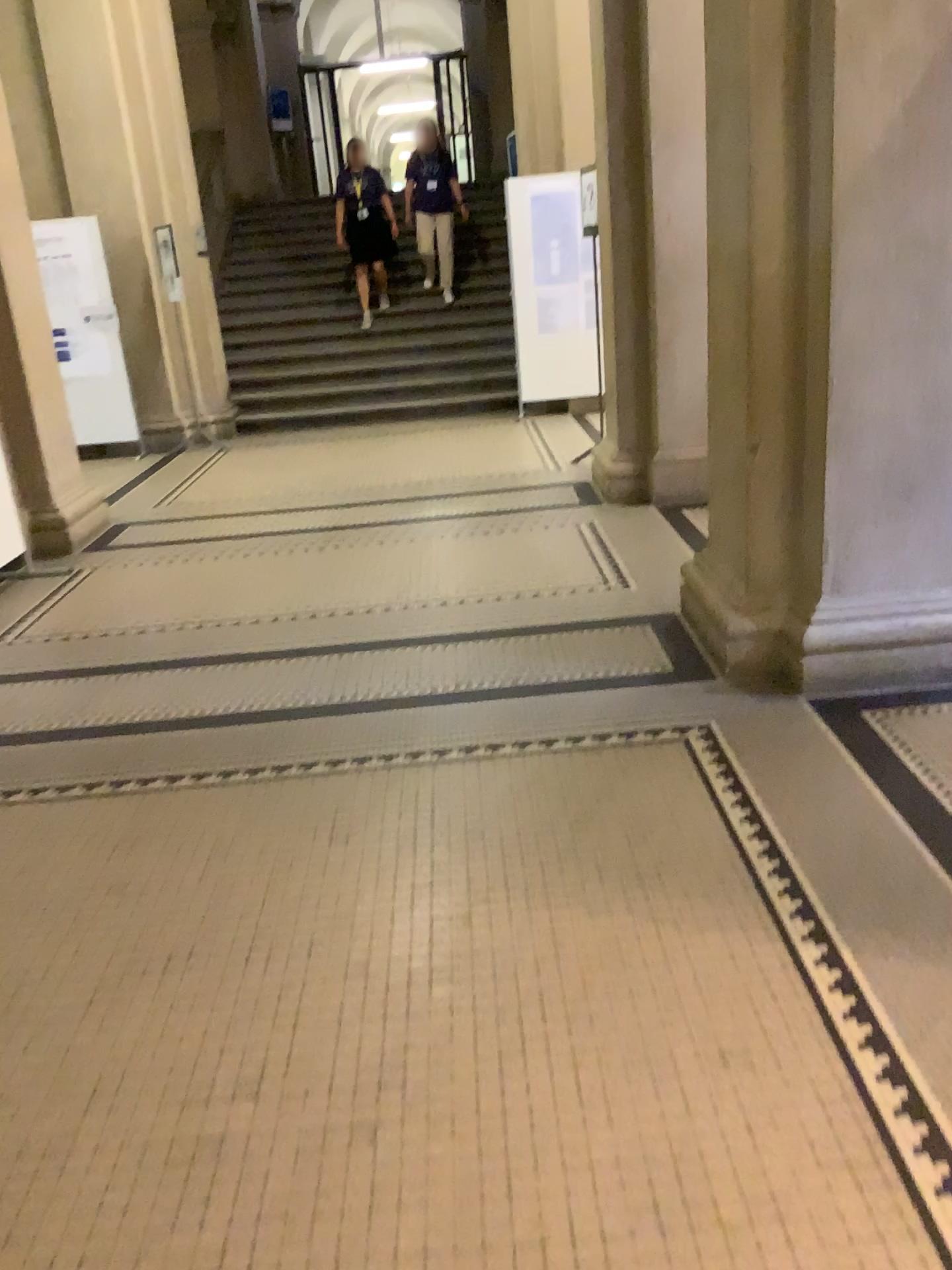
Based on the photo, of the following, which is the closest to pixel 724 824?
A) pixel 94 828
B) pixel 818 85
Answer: pixel 94 828
